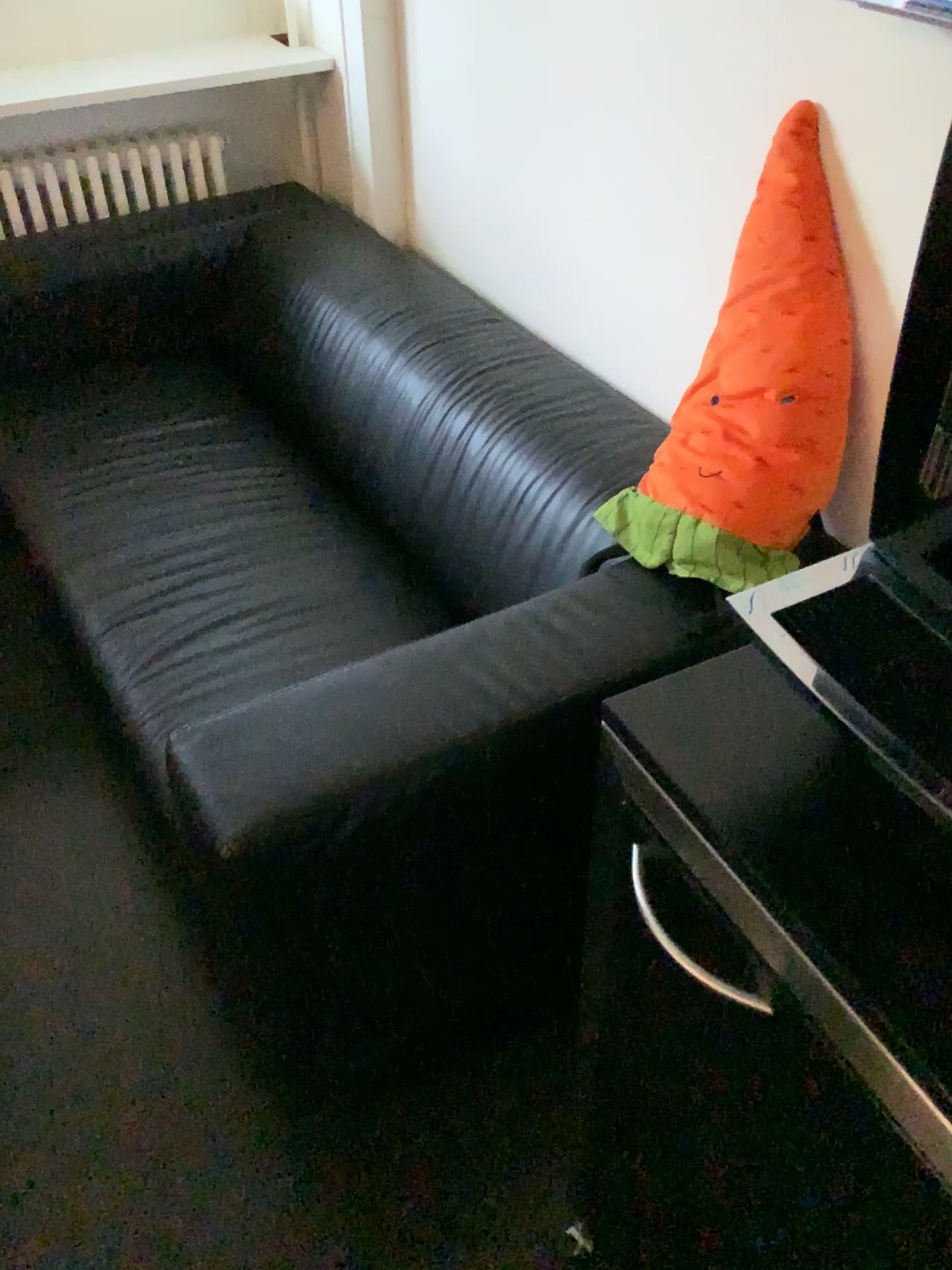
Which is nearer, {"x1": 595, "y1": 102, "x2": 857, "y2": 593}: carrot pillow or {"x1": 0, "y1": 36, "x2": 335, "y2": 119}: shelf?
{"x1": 595, "y1": 102, "x2": 857, "y2": 593}: carrot pillow

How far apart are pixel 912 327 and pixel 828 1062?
0.42m

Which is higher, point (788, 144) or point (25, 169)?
point (788, 144)

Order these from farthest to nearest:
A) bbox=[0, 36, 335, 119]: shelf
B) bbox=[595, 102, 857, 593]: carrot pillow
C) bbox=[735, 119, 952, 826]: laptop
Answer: bbox=[0, 36, 335, 119]: shelf
bbox=[595, 102, 857, 593]: carrot pillow
bbox=[735, 119, 952, 826]: laptop

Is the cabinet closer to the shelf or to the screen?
the screen

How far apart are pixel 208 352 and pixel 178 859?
1.3m

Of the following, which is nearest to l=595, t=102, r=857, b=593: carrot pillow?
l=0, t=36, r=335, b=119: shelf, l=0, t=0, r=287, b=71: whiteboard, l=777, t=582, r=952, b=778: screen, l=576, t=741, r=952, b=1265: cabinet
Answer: l=576, t=741, r=952, b=1265: cabinet

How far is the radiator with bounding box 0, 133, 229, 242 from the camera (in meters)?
2.35

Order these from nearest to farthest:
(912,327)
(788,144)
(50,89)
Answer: (912,327)
(788,144)
(50,89)

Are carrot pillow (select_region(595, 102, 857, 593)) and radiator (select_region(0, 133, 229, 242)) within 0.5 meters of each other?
no
